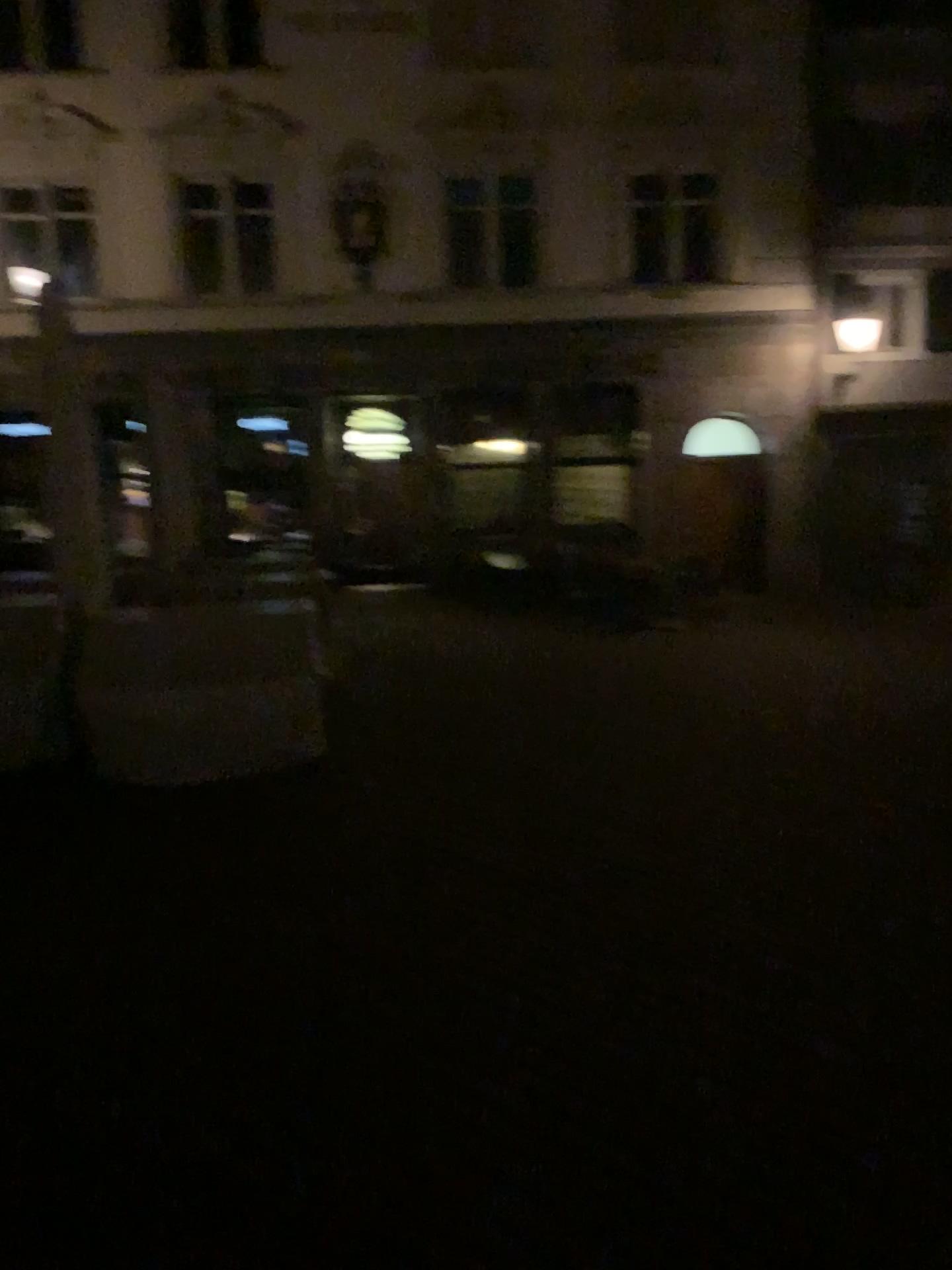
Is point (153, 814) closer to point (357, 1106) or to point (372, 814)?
point (372, 814)
